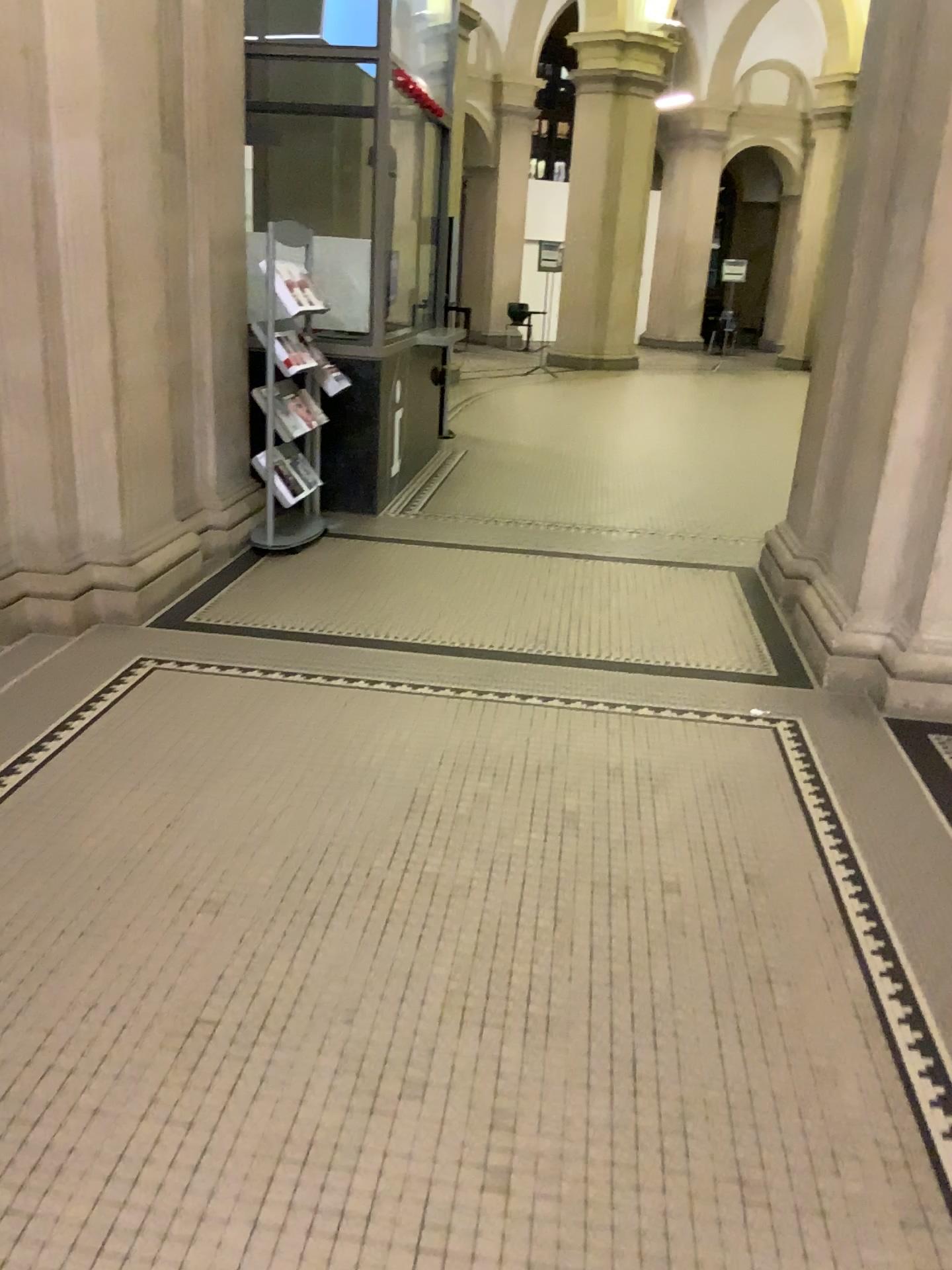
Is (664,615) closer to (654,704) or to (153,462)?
(654,704)
